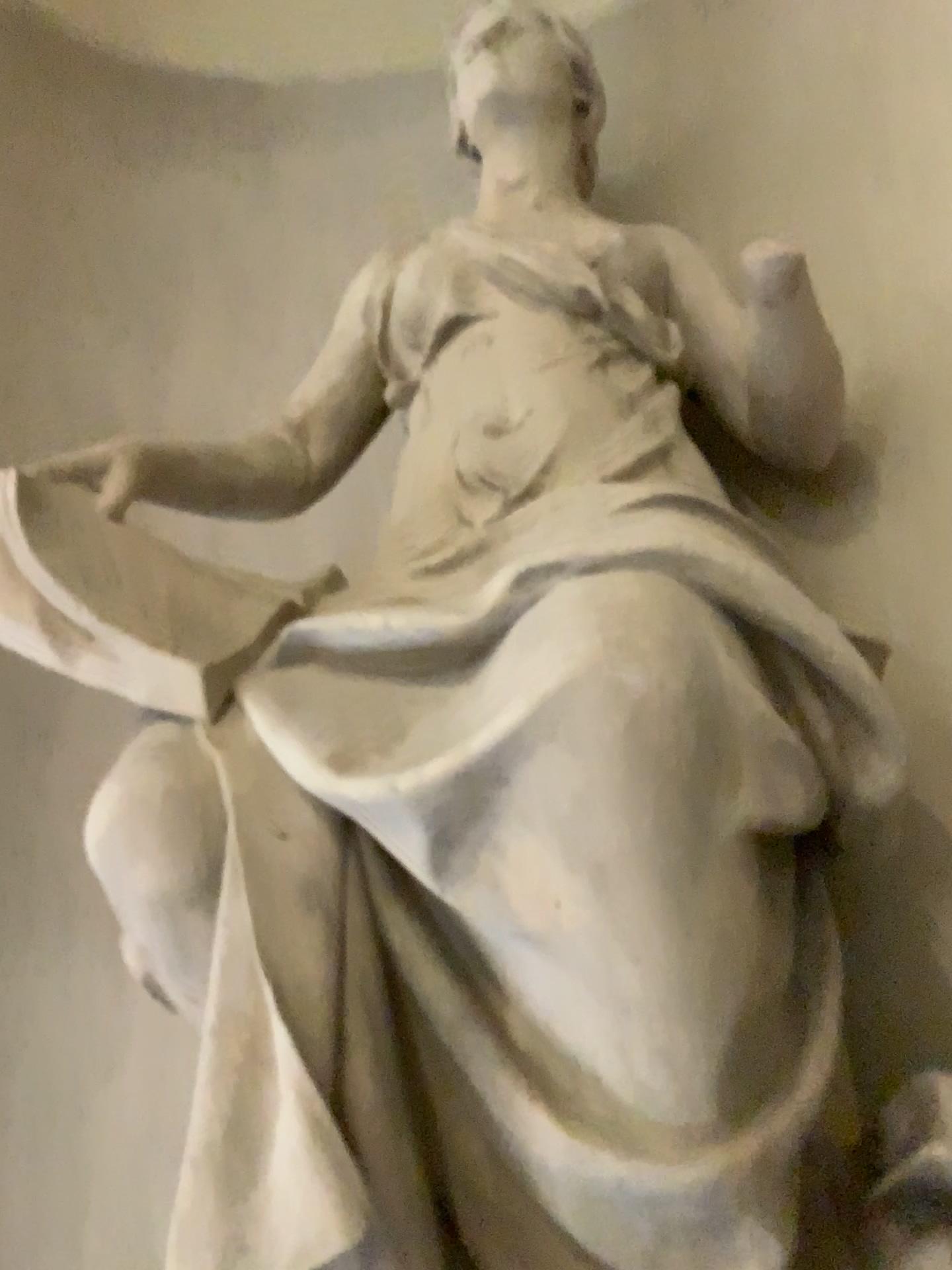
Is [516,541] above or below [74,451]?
below

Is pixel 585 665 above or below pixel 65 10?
below

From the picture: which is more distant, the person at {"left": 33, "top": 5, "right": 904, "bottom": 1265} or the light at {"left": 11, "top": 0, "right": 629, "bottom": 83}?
the light at {"left": 11, "top": 0, "right": 629, "bottom": 83}

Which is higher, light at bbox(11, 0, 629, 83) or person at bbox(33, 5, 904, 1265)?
light at bbox(11, 0, 629, 83)

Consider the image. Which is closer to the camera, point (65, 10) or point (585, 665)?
point (585, 665)
